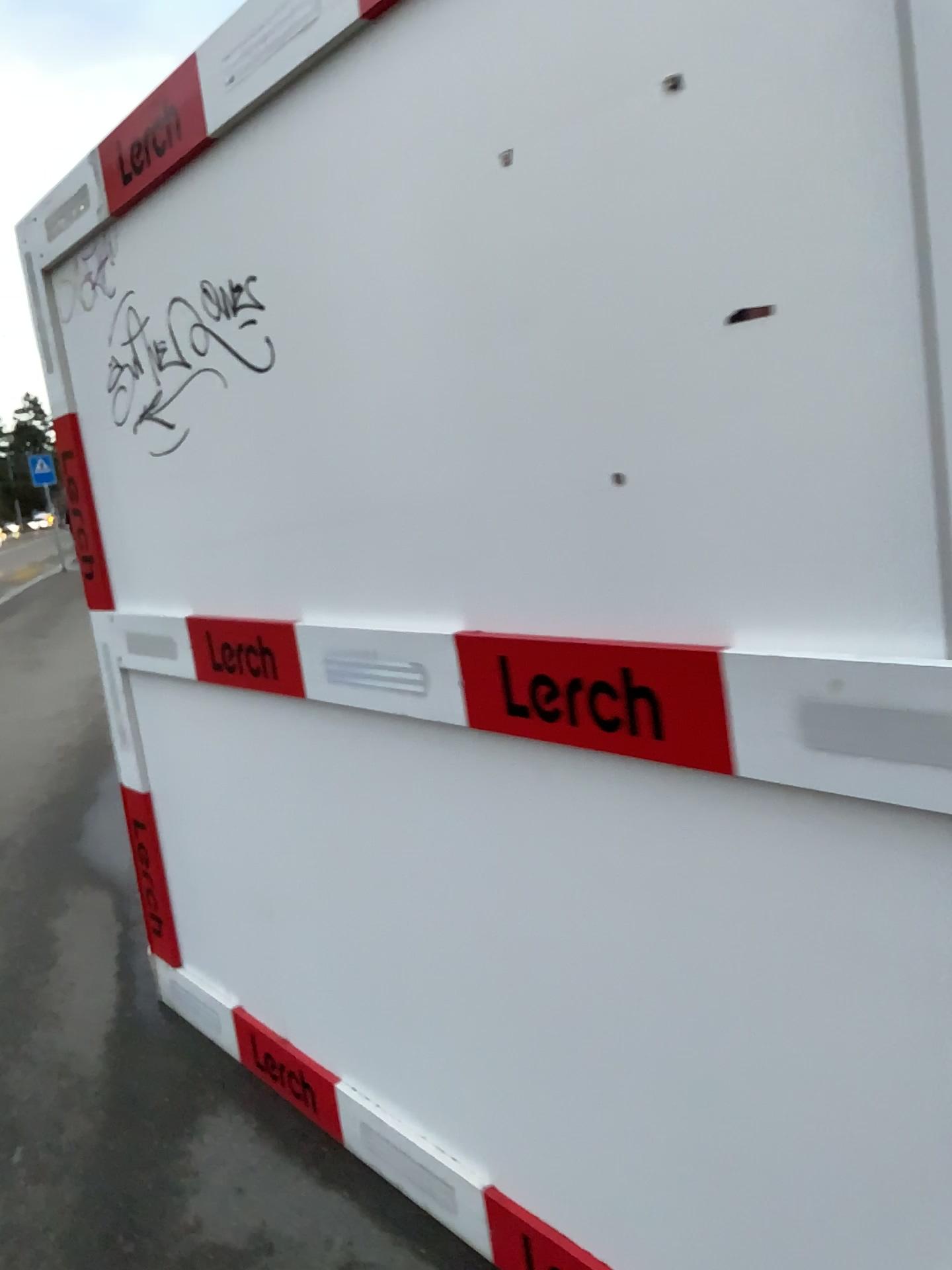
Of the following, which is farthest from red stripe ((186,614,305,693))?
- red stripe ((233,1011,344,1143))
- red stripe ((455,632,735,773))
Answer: red stripe ((233,1011,344,1143))

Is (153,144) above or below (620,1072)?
above

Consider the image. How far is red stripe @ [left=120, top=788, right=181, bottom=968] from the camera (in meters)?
2.87

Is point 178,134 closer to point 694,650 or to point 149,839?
point 694,650

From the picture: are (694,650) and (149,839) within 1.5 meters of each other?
no

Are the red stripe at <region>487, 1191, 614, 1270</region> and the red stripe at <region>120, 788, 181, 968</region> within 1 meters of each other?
no

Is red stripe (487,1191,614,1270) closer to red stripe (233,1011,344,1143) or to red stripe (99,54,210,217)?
red stripe (233,1011,344,1143)

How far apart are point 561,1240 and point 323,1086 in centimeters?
72cm

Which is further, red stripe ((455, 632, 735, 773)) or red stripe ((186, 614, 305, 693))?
red stripe ((186, 614, 305, 693))

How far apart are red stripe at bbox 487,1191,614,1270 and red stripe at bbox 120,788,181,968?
1.38m
